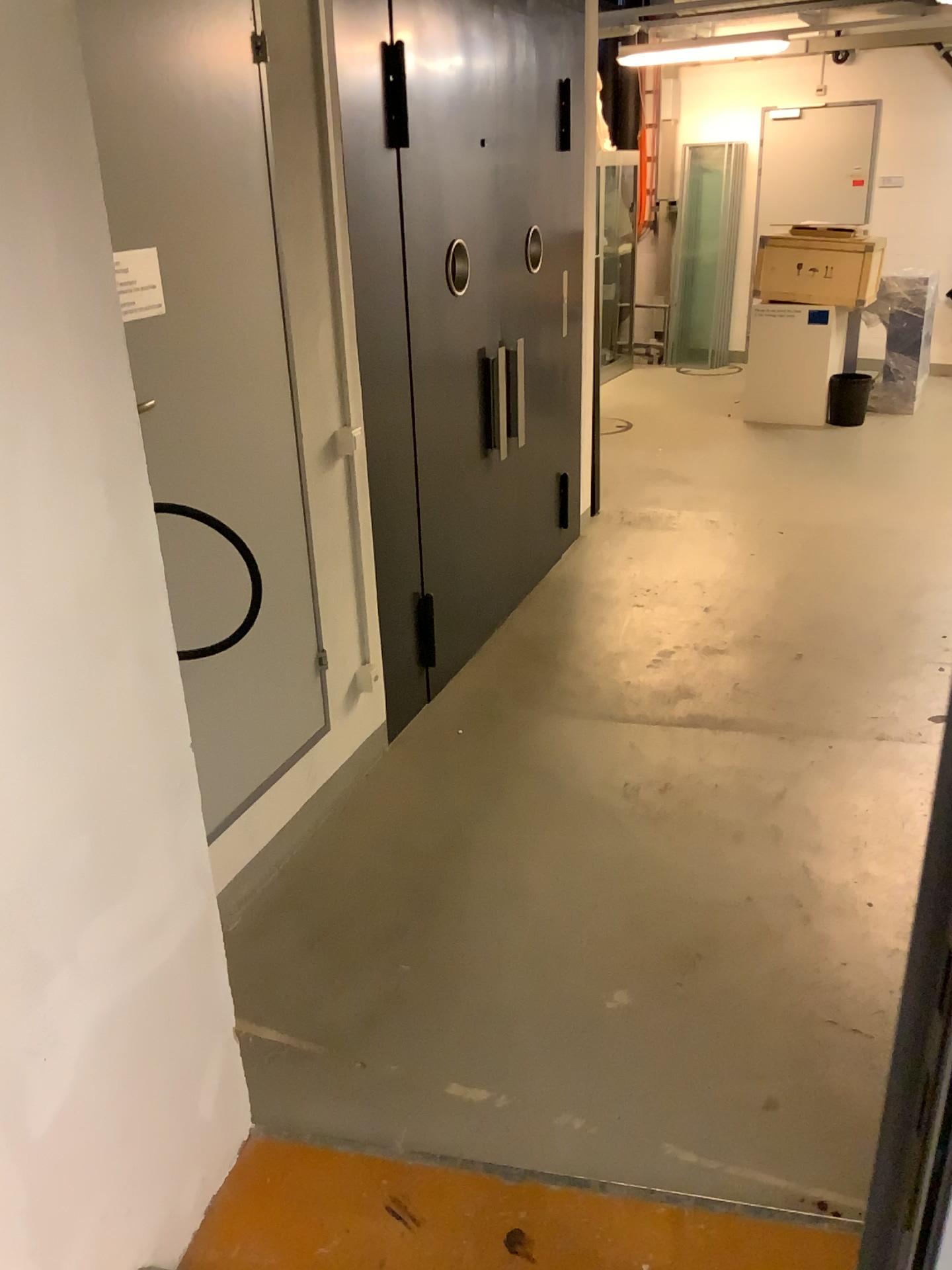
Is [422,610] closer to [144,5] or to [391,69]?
[391,69]

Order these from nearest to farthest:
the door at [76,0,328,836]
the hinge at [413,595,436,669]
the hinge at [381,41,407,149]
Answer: the door at [76,0,328,836] < the hinge at [381,41,407,149] < the hinge at [413,595,436,669]

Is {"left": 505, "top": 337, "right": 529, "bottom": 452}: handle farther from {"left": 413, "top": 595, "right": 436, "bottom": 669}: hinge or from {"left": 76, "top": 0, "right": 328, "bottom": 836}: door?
{"left": 76, "top": 0, "right": 328, "bottom": 836}: door

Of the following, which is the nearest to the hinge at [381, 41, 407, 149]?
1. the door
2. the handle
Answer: the door

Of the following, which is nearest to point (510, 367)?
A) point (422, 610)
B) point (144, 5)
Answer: point (422, 610)

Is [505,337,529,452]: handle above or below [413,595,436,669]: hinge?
above

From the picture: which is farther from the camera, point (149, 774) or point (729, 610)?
point (729, 610)

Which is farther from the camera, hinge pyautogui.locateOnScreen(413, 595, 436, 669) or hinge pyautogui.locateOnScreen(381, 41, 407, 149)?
hinge pyautogui.locateOnScreen(413, 595, 436, 669)

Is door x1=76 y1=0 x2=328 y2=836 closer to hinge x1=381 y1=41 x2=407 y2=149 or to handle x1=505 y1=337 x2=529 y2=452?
hinge x1=381 y1=41 x2=407 y2=149

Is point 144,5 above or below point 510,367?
above
